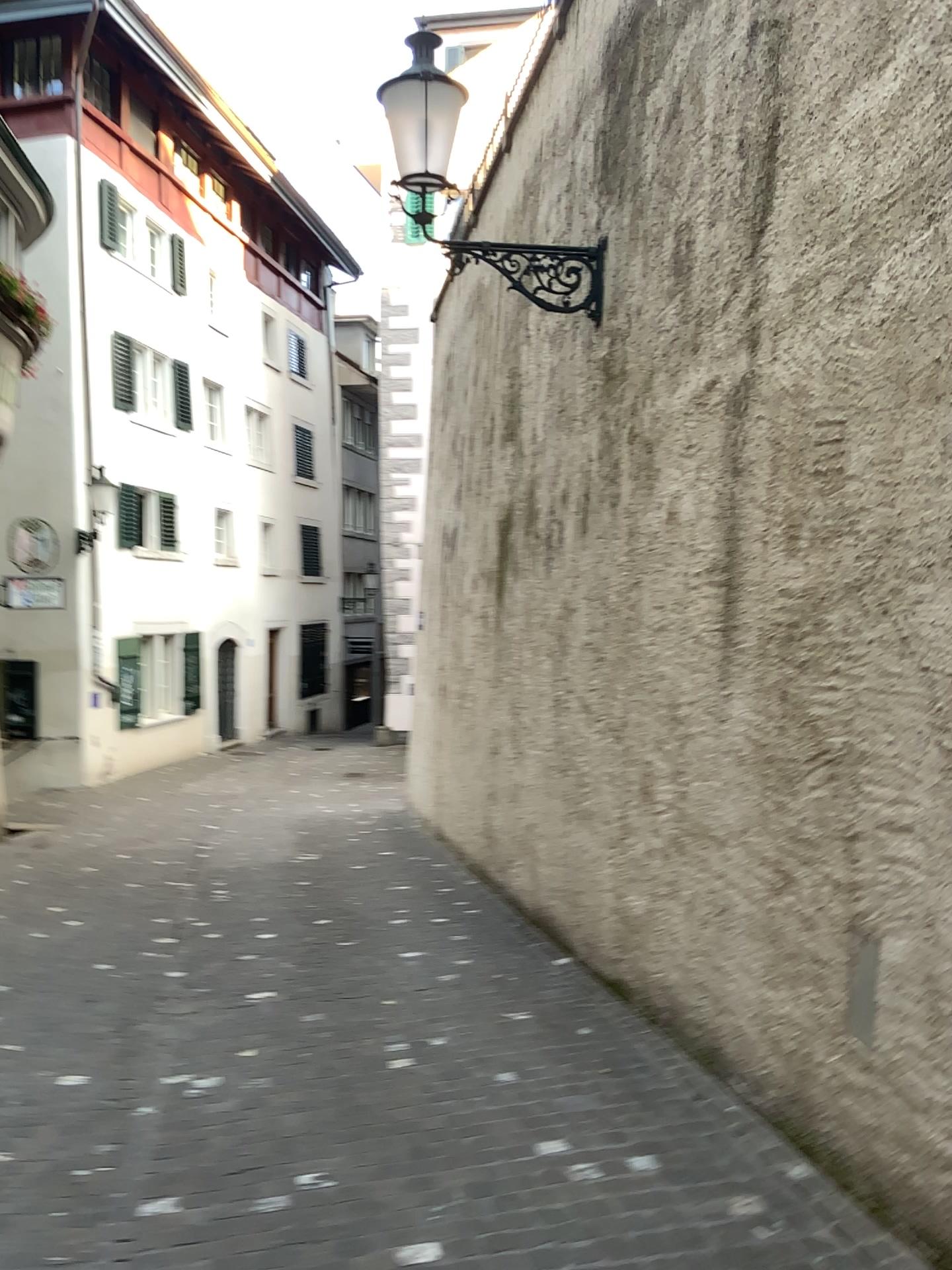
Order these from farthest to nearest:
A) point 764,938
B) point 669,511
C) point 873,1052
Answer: point 669,511, point 764,938, point 873,1052
